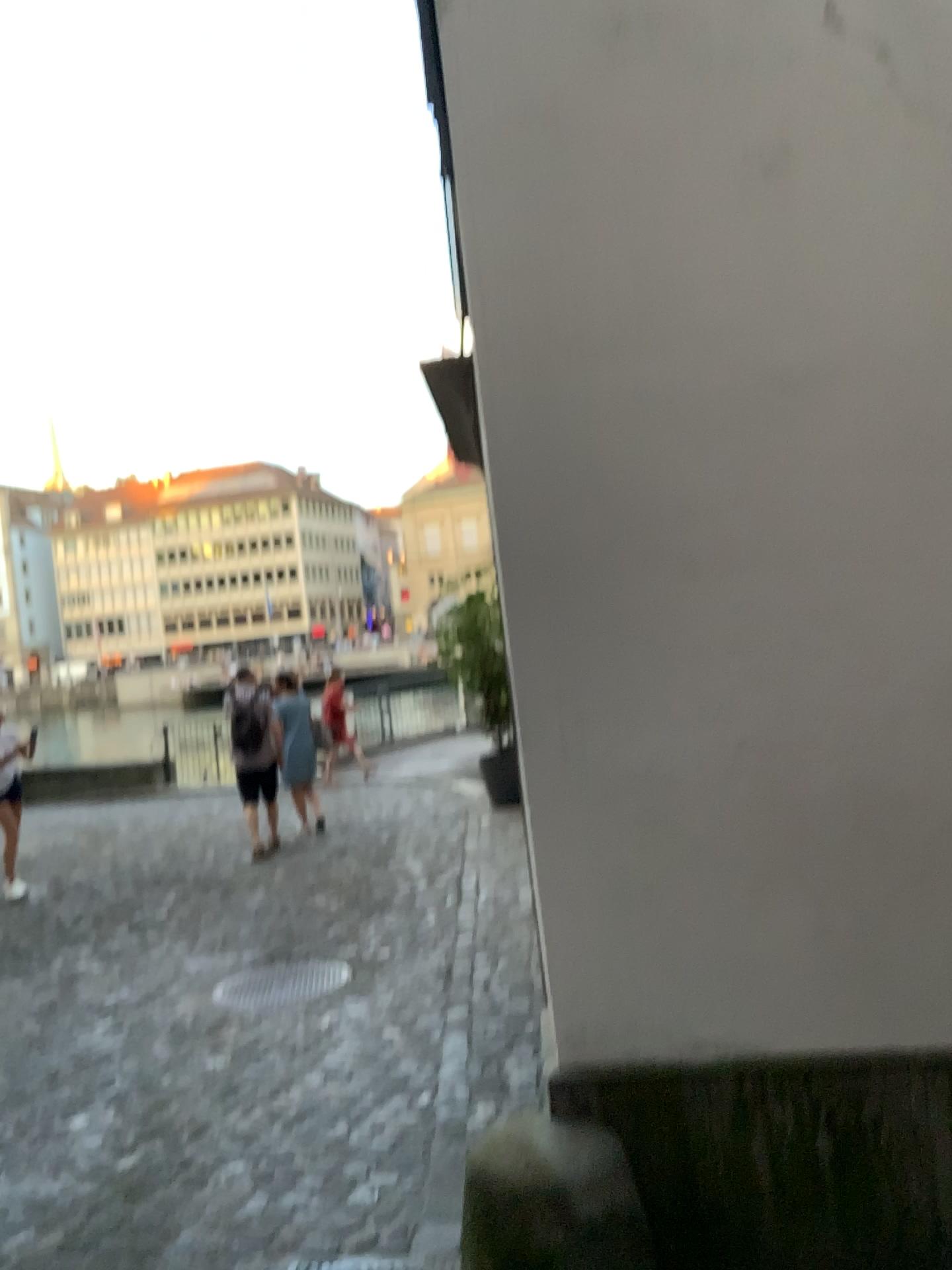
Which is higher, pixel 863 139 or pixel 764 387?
pixel 863 139

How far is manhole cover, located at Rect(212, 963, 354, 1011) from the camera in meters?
5.0

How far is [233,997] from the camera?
5.0m

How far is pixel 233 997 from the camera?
5.0 meters

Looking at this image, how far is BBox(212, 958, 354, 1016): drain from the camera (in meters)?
4.99
